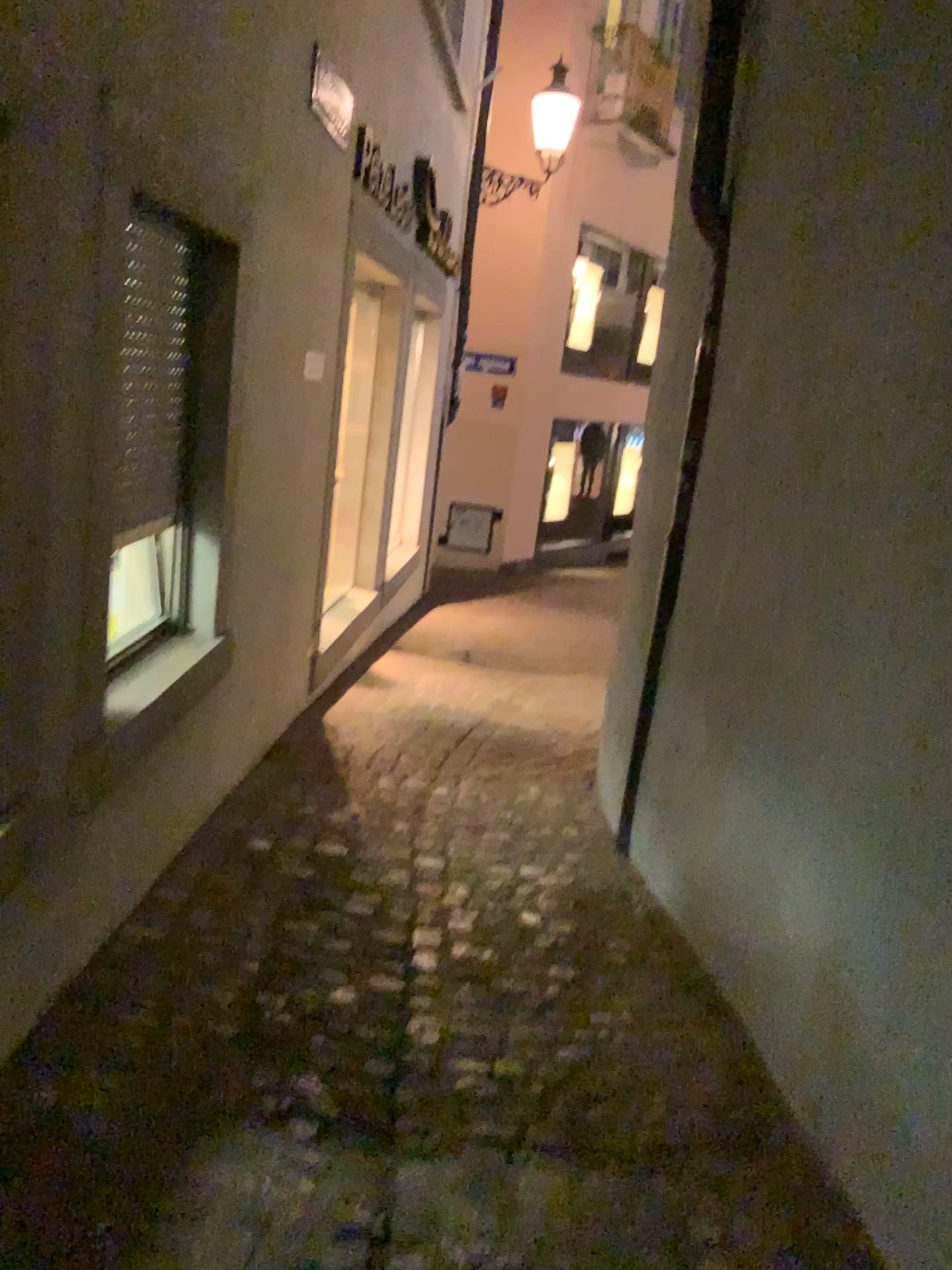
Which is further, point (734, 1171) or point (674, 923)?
point (674, 923)
